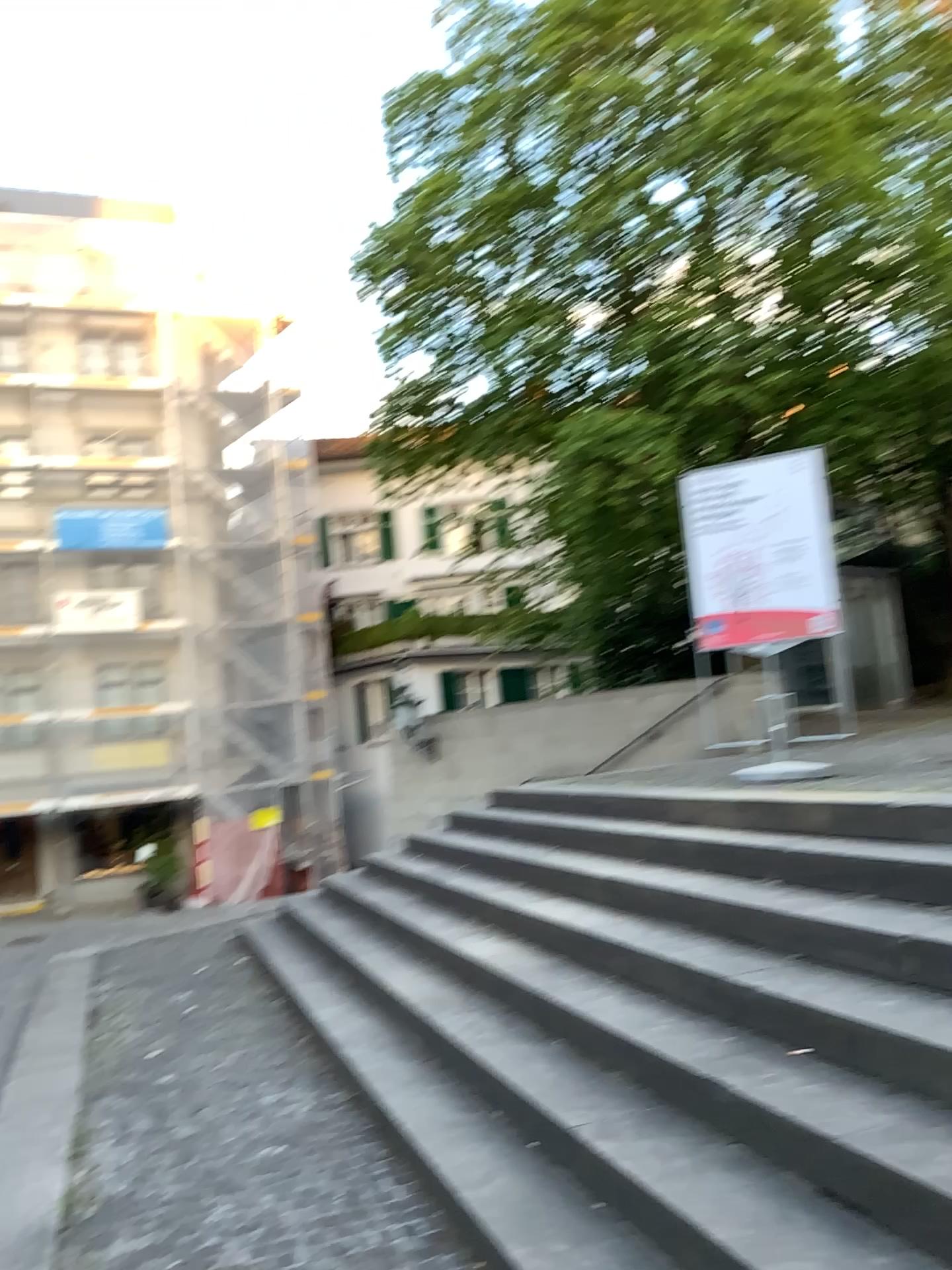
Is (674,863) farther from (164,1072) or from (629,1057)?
(164,1072)
